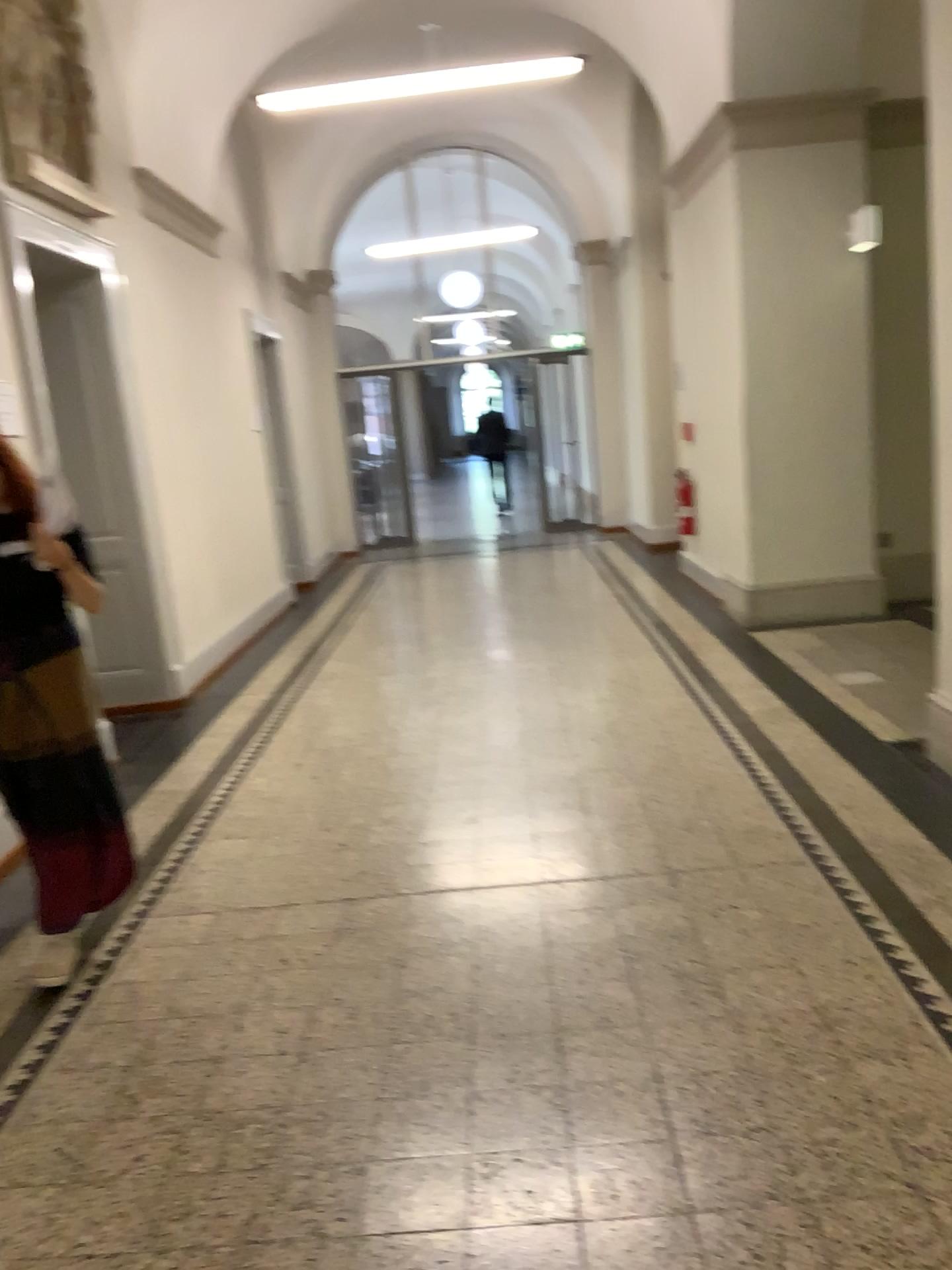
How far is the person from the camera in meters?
3.0

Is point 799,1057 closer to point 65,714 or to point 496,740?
point 65,714

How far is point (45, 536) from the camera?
3.0 meters
